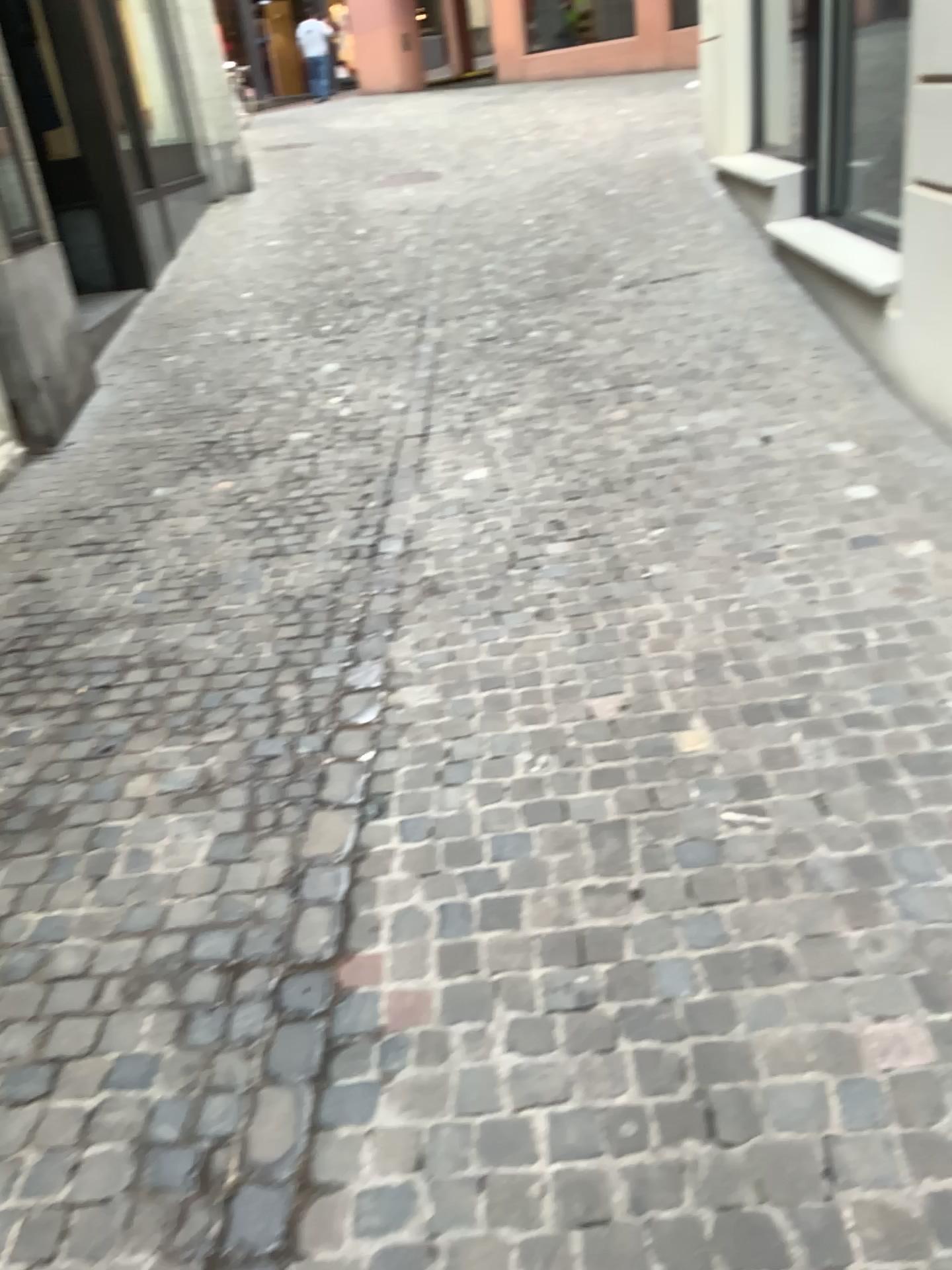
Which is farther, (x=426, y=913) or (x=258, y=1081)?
(x=426, y=913)
